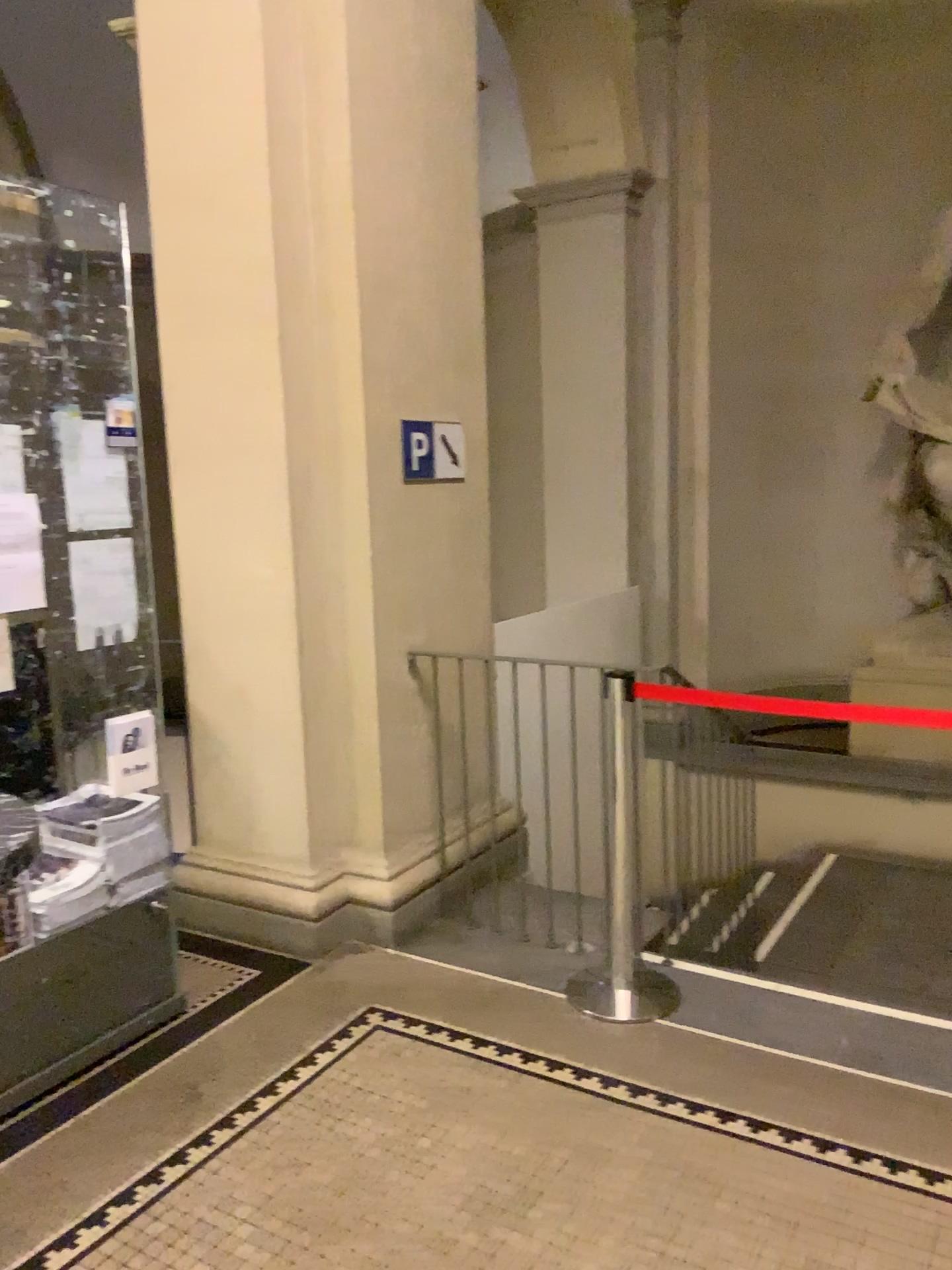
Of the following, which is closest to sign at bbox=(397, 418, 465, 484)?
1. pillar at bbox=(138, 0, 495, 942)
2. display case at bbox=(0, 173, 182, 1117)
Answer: pillar at bbox=(138, 0, 495, 942)

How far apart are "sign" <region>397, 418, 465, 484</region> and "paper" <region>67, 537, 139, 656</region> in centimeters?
116cm

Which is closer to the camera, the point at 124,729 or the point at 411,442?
the point at 124,729

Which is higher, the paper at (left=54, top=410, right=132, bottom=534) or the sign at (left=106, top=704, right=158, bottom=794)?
the paper at (left=54, top=410, right=132, bottom=534)

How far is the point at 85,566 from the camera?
3.0m

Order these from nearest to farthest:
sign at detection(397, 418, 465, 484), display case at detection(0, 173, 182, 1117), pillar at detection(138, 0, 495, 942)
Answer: display case at detection(0, 173, 182, 1117) → pillar at detection(138, 0, 495, 942) → sign at detection(397, 418, 465, 484)

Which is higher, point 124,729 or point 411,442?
point 411,442

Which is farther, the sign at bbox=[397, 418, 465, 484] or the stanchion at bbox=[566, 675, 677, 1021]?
the sign at bbox=[397, 418, 465, 484]

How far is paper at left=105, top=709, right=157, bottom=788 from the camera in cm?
306

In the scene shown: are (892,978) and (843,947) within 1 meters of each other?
yes
